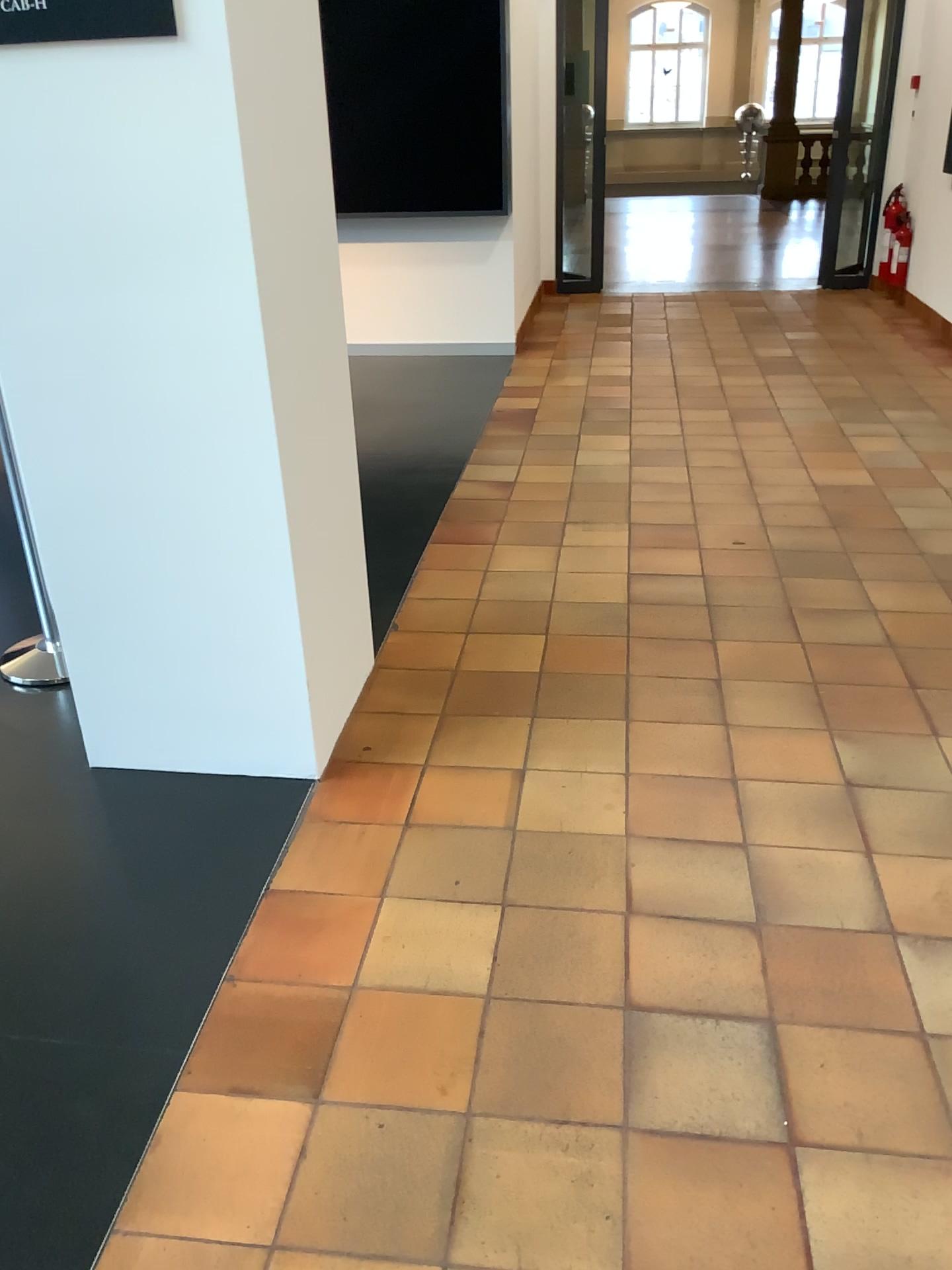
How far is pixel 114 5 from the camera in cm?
187

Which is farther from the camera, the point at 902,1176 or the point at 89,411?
the point at 89,411

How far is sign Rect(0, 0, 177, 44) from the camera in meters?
1.9 m
